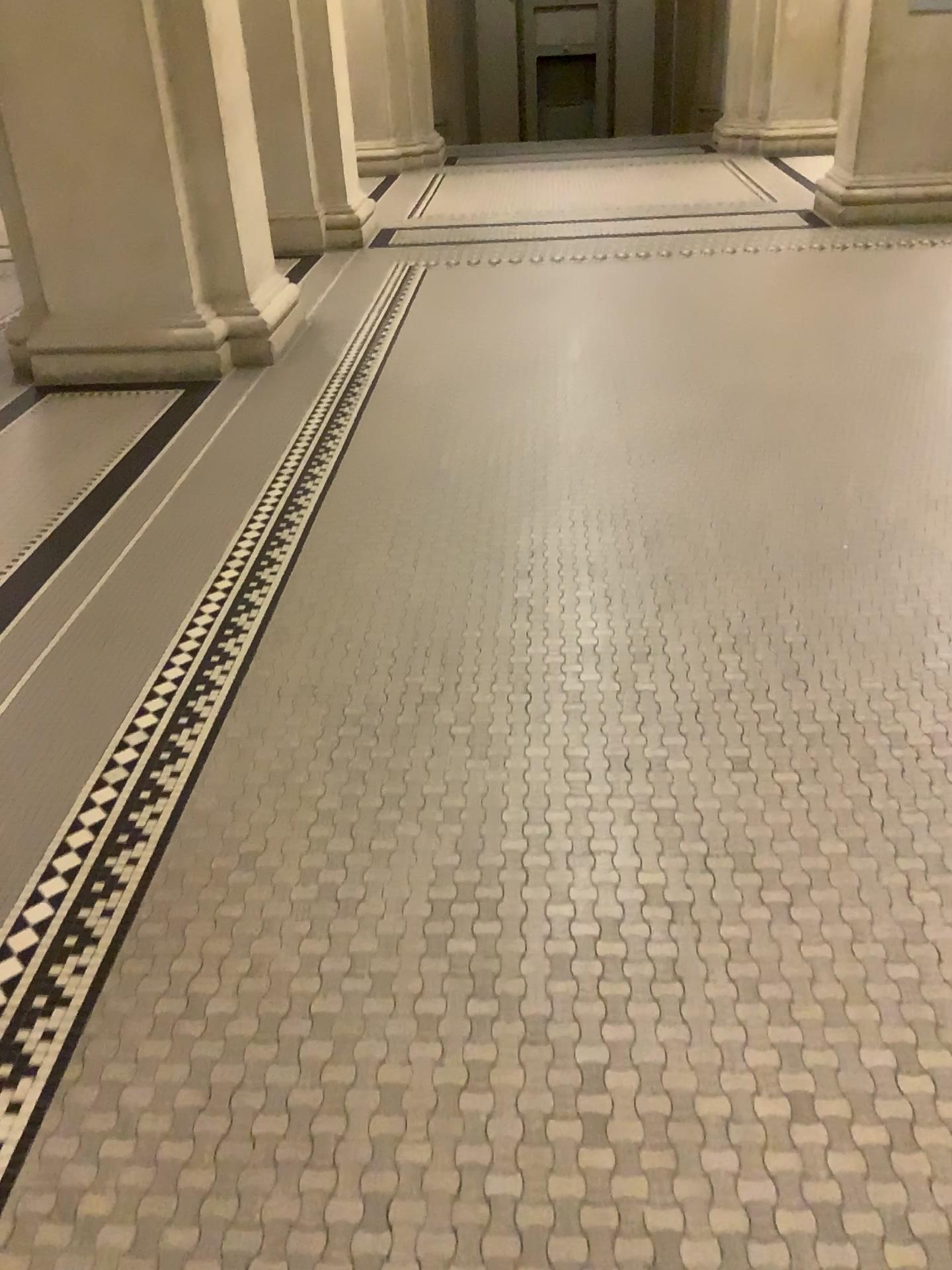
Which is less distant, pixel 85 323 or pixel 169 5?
pixel 169 5

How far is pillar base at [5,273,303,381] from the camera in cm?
450

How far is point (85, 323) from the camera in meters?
4.5 m

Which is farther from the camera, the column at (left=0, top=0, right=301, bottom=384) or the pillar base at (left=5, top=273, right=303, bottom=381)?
the pillar base at (left=5, top=273, right=303, bottom=381)

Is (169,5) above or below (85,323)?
above

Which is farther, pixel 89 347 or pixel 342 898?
pixel 89 347
